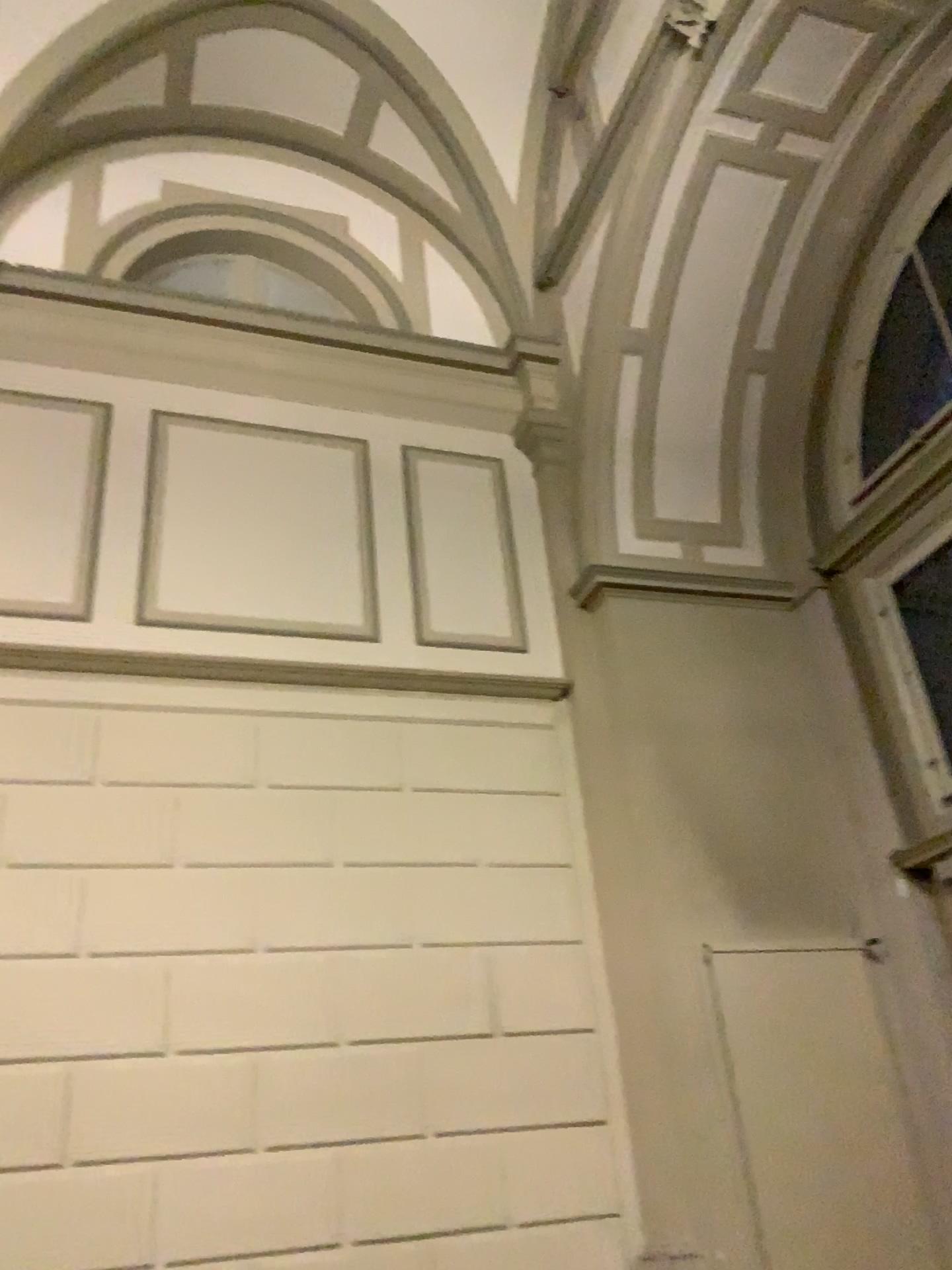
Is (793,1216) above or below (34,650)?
below

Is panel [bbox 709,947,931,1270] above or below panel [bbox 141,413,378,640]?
below

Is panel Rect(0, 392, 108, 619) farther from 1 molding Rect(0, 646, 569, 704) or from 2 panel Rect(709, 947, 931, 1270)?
2 panel Rect(709, 947, 931, 1270)

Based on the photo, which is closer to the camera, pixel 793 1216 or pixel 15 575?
pixel 793 1216

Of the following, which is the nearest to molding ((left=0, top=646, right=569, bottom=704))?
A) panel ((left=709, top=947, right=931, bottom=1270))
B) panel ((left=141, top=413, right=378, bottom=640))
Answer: panel ((left=141, top=413, right=378, bottom=640))

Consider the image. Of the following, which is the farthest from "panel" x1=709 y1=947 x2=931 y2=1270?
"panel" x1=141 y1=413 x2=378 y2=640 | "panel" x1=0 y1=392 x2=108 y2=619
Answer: "panel" x1=0 y1=392 x2=108 y2=619

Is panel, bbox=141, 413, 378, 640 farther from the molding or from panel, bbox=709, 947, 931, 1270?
panel, bbox=709, 947, 931, 1270

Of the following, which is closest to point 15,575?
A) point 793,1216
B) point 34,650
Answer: point 34,650

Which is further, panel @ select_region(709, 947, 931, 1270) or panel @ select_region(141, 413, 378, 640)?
panel @ select_region(141, 413, 378, 640)

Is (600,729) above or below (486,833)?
above
